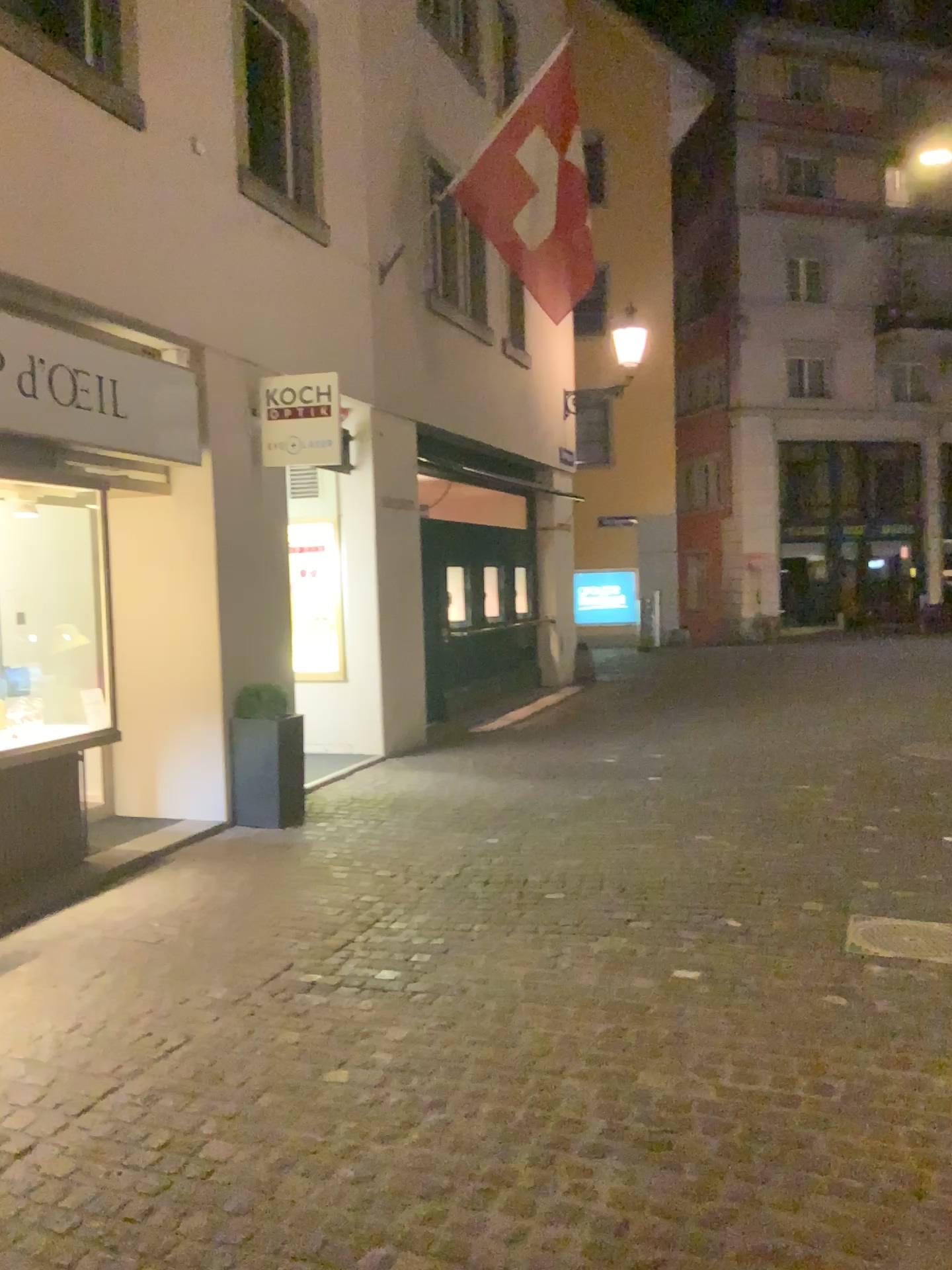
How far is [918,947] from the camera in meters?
4.1 m

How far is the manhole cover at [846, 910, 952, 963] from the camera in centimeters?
412cm

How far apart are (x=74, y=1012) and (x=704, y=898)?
2.7m
